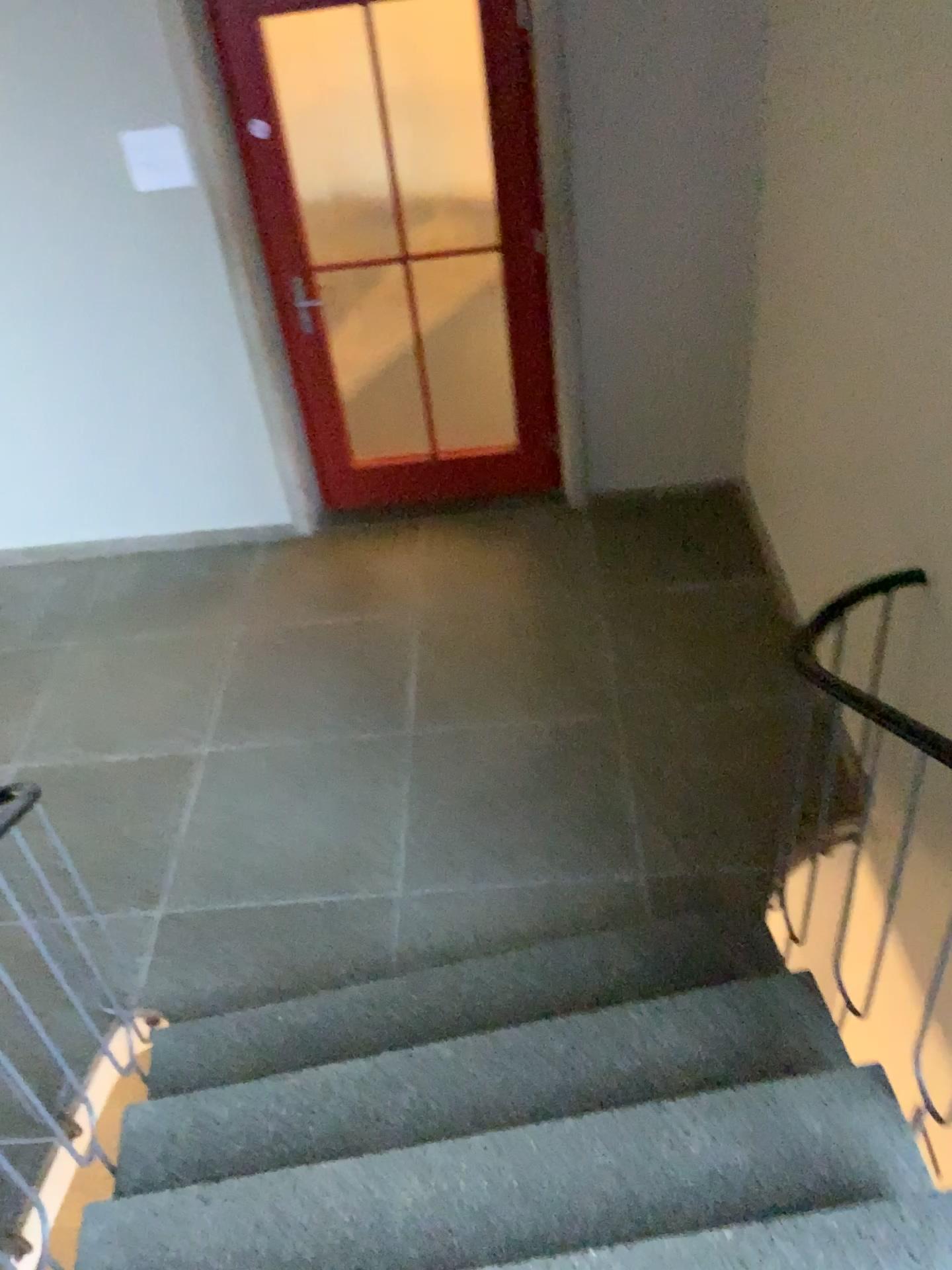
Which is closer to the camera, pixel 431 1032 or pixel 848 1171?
pixel 848 1171

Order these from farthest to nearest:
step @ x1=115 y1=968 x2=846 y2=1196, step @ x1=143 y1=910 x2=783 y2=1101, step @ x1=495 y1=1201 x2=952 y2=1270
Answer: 1. step @ x1=143 y1=910 x2=783 y2=1101
2. step @ x1=115 y1=968 x2=846 y2=1196
3. step @ x1=495 y1=1201 x2=952 y2=1270

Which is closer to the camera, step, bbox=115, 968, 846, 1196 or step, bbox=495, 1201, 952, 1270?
step, bbox=495, 1201, 952, 1270

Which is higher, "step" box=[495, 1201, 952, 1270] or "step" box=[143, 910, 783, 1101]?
"step" box=[495, 1201, 952, 1270]

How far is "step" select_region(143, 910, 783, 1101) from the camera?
2.6 meters

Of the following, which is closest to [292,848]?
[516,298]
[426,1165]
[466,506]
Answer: [426,1165]

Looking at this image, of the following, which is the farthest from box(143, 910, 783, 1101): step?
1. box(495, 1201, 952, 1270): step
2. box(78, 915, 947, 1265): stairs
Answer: box(495, 1201, 952, 1270): step

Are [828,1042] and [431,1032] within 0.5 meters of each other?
no

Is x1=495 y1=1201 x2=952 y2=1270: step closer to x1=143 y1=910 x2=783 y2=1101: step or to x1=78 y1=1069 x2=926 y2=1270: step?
x1=78 y1=1069 x2=926 y2=1270: step

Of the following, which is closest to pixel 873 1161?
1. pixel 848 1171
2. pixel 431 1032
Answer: pixel 848 1171
